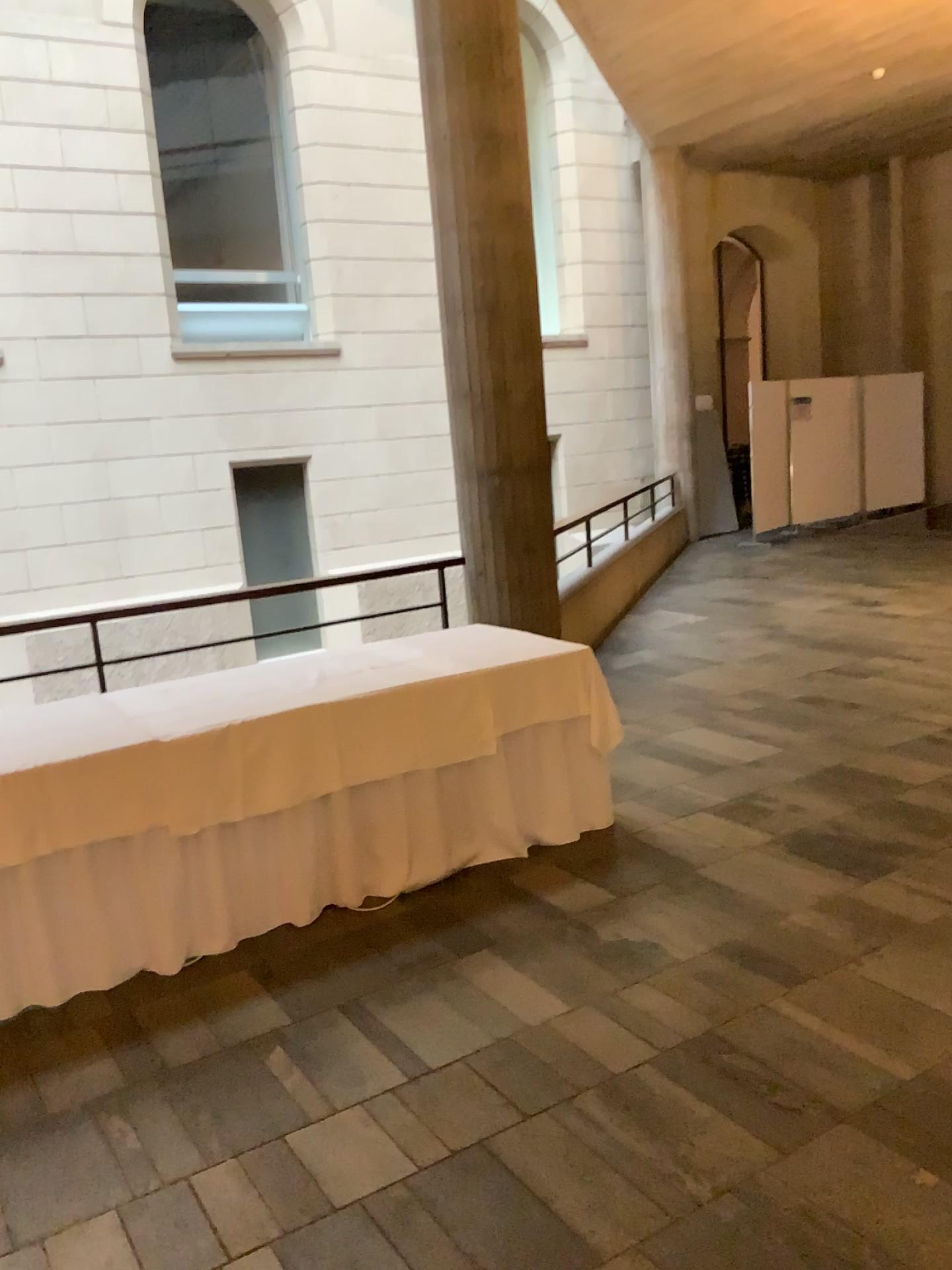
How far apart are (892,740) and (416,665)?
2.4m
